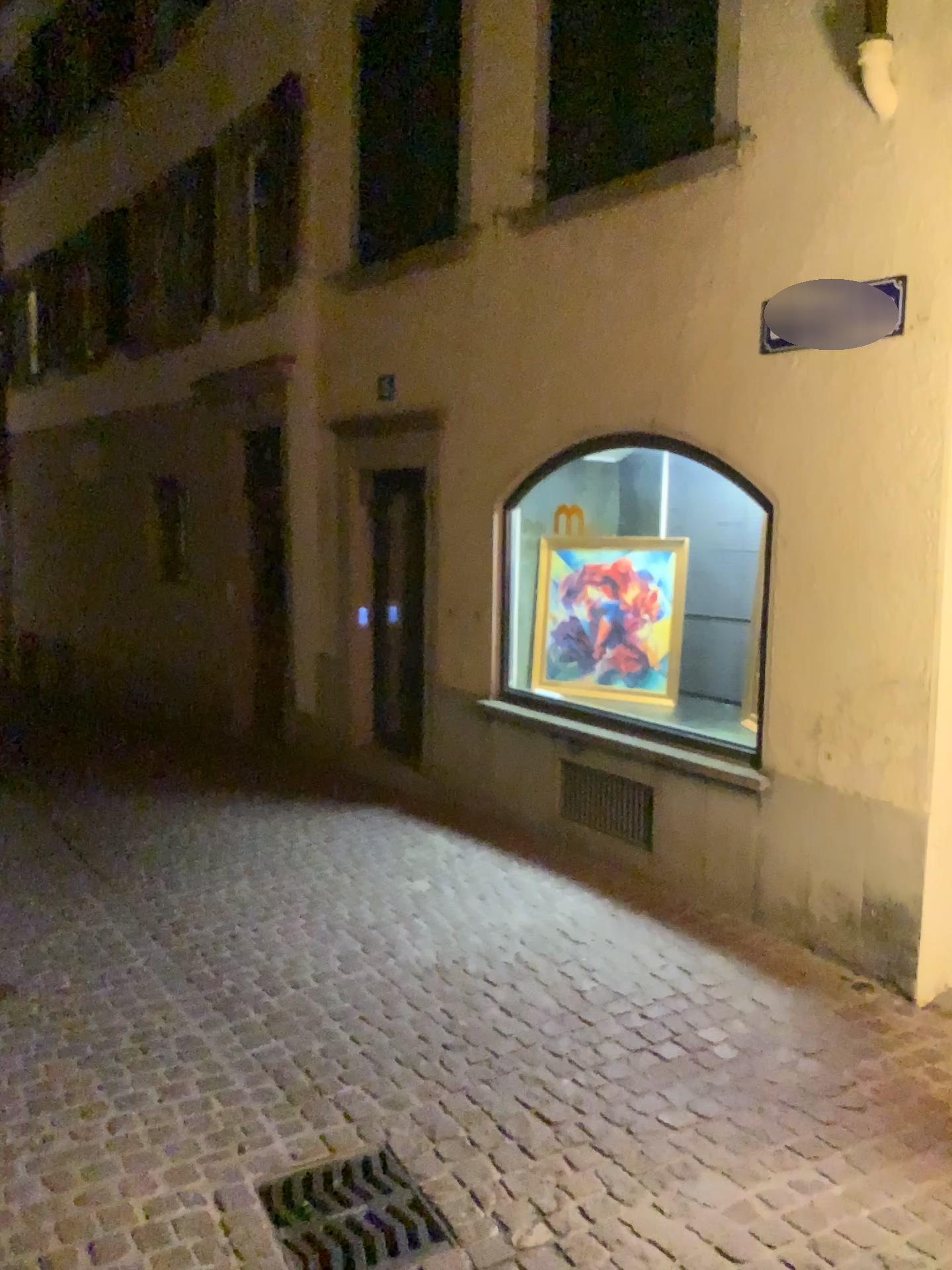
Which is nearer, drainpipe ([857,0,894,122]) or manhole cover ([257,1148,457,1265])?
manhole cover ([257,1148,457,1265])

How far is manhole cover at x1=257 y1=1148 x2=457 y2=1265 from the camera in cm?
258

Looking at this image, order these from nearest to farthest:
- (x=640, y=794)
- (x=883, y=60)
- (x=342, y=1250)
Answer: (x=342, y=1250) → (x=883, y=60) → (x=640, y=794)

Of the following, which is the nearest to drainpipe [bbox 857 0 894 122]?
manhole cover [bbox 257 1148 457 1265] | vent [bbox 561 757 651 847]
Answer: vent [bbox 561 757 651 847]

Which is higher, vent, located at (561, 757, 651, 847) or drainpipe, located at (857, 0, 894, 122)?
drainpipe, located at (857, 0, 894, 122)

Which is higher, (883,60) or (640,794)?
(883,60)

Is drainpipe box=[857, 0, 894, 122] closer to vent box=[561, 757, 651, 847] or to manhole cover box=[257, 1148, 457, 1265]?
vent box=[561, 757, 651, 847]

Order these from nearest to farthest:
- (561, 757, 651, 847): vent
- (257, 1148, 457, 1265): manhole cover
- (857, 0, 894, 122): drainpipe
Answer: (257, 1148, 457, 1265): manhole cover
(857, 0, 894, 122): drainpipe
(561, 757, 651, 847): vent

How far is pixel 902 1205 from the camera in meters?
2.7 m

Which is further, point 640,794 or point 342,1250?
point 640,794
